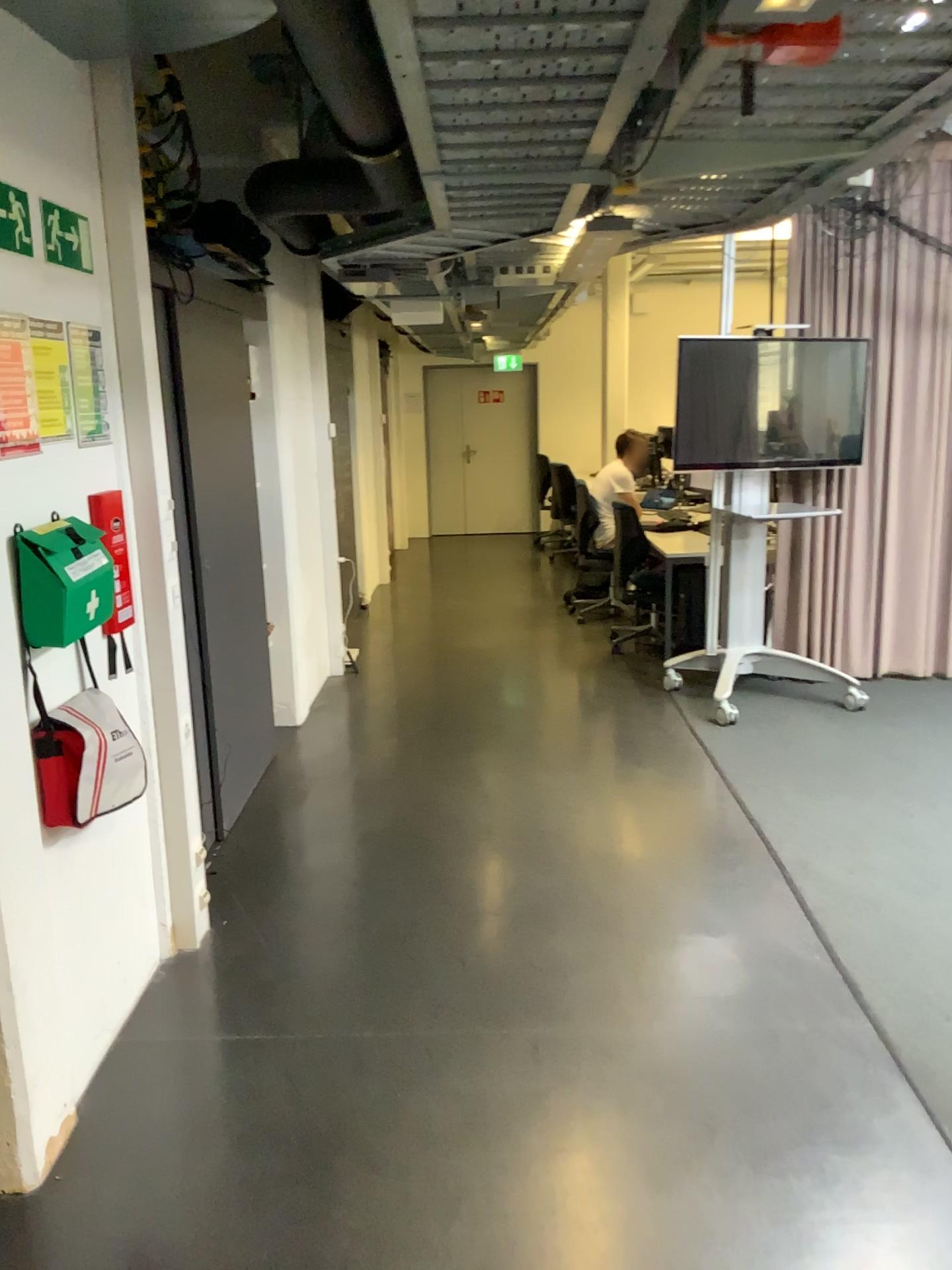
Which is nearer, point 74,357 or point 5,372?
point 5,372

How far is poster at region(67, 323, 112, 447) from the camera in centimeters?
251cm

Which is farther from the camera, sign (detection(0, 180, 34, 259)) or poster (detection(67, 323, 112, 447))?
poster (detection(67, 323, 112, 447))

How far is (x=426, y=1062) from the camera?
2.6m

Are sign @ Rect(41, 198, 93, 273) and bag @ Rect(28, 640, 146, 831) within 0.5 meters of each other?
no

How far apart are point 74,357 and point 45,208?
0.3 meters

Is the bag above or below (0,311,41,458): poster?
below

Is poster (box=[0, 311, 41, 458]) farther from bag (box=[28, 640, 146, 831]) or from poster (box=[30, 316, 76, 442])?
bag (box=[28, 640, 146, 831])

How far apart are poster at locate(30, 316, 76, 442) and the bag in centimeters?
61cm

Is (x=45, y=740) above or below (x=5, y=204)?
below
